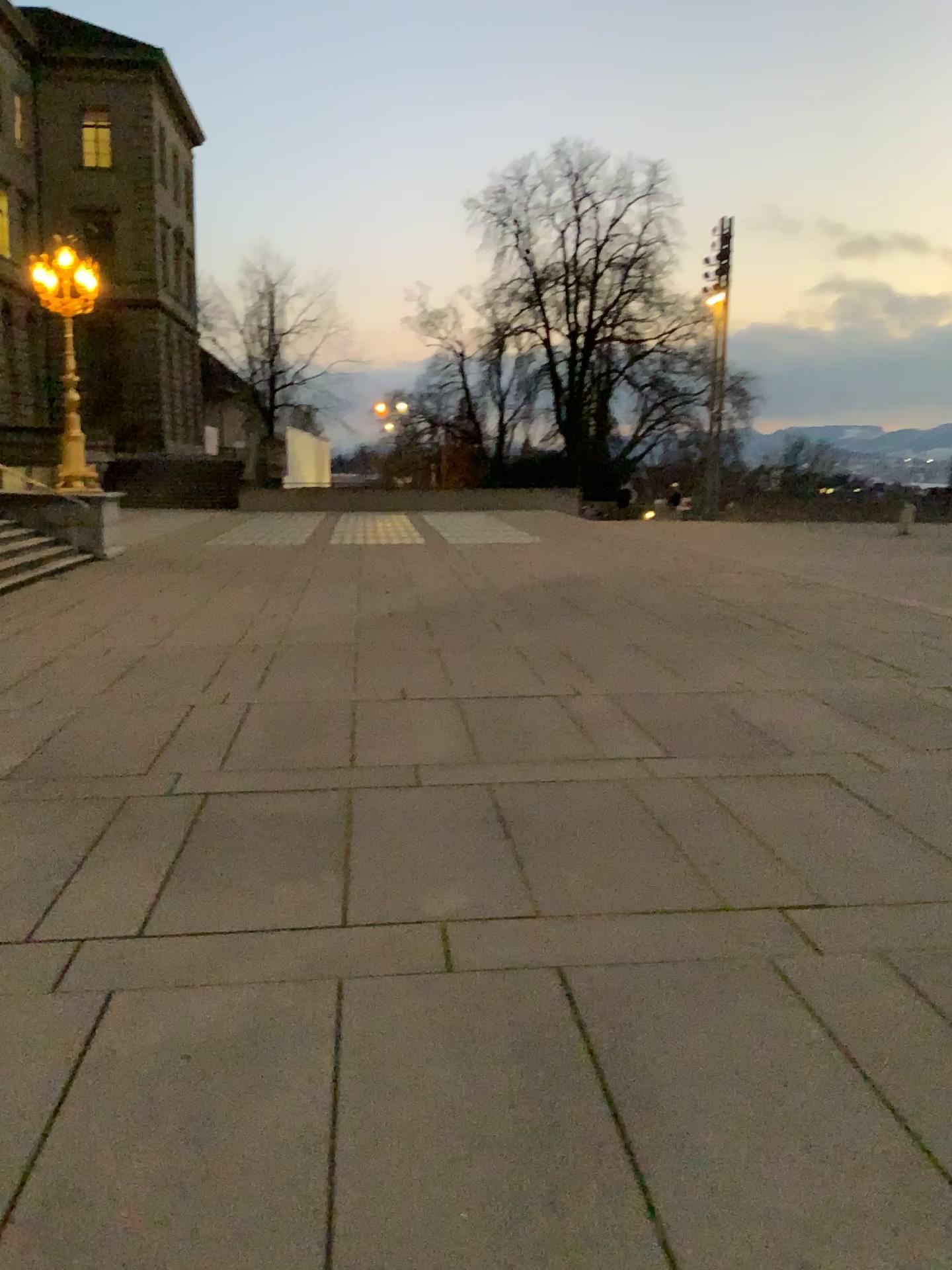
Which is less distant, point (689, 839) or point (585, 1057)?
point (585, 1057)
